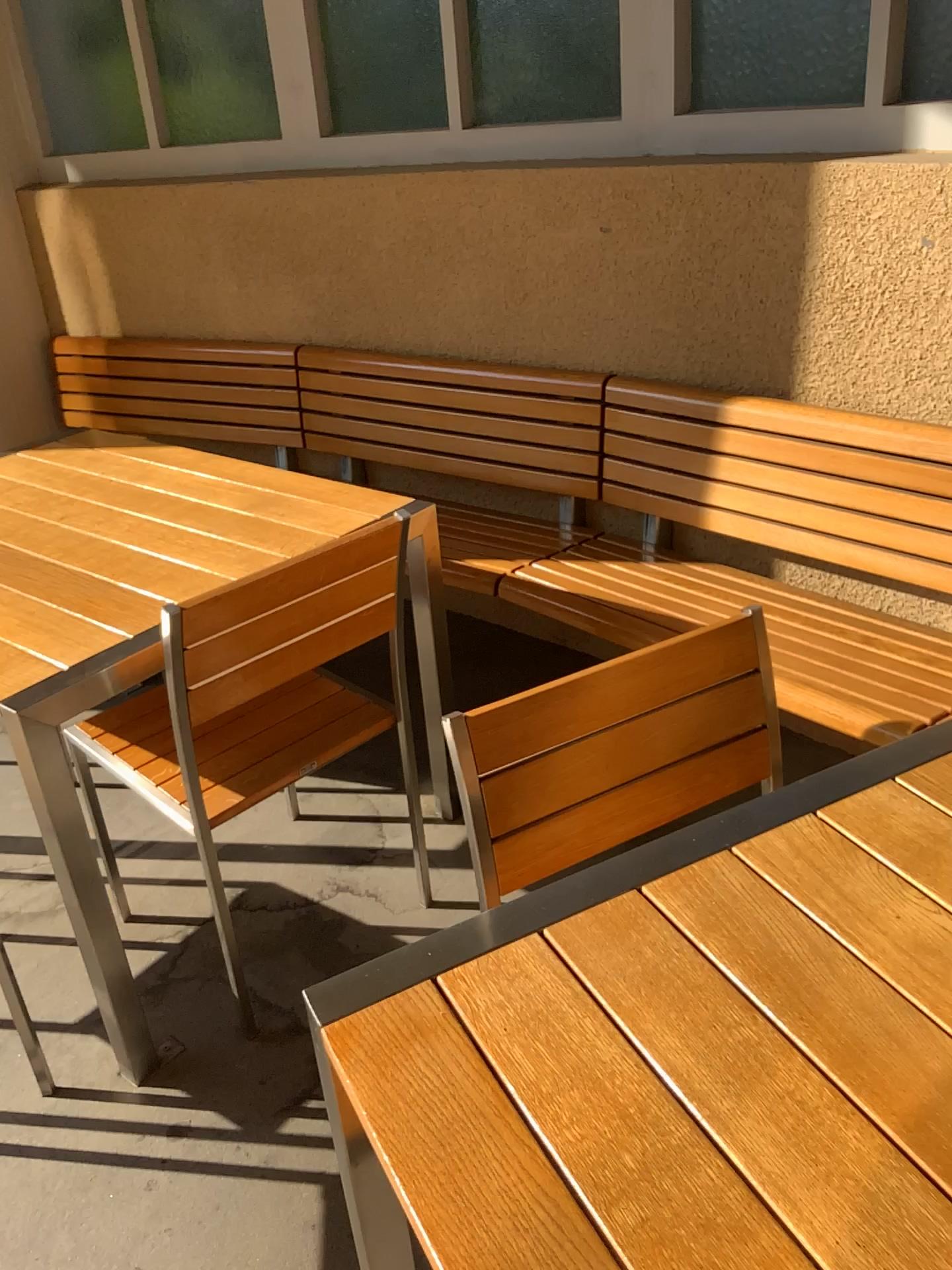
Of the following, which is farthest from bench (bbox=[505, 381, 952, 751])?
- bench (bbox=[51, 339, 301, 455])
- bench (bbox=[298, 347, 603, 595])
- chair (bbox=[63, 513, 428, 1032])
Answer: bench (bbox=[51, 339, 301, 455])

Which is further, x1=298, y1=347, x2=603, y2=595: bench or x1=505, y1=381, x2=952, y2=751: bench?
x1=298, y1=347, x2=603, y2=595: bench

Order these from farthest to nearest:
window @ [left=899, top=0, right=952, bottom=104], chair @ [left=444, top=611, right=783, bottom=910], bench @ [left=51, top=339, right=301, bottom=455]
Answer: bench @ [left=51, top=339, right=301, bottom=455] < window @ [left=899, top=0, right=952, bottom=104] < chair @ [left=444, top=611, right=783, bottom=910]

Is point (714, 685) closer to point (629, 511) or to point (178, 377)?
point (629, 511)

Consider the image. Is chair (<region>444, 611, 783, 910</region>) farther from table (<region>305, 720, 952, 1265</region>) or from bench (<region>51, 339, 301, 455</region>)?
bench (<region>51, 339, 301, 455</region>)

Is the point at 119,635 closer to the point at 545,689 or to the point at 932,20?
the point at 545,689

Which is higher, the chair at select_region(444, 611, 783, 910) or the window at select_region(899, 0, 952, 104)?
the window at select_region(899, 0, 952, 104)

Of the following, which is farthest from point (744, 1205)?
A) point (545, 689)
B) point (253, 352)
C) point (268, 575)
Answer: point (253, 352)

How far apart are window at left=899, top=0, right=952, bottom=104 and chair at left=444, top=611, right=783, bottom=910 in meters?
A: 1.3 m

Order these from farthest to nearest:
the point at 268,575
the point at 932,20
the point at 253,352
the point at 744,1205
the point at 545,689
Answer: the point at 253,352
the point at 932,20
the point at 268,575
the point at 545,689
the point at 744,1205
